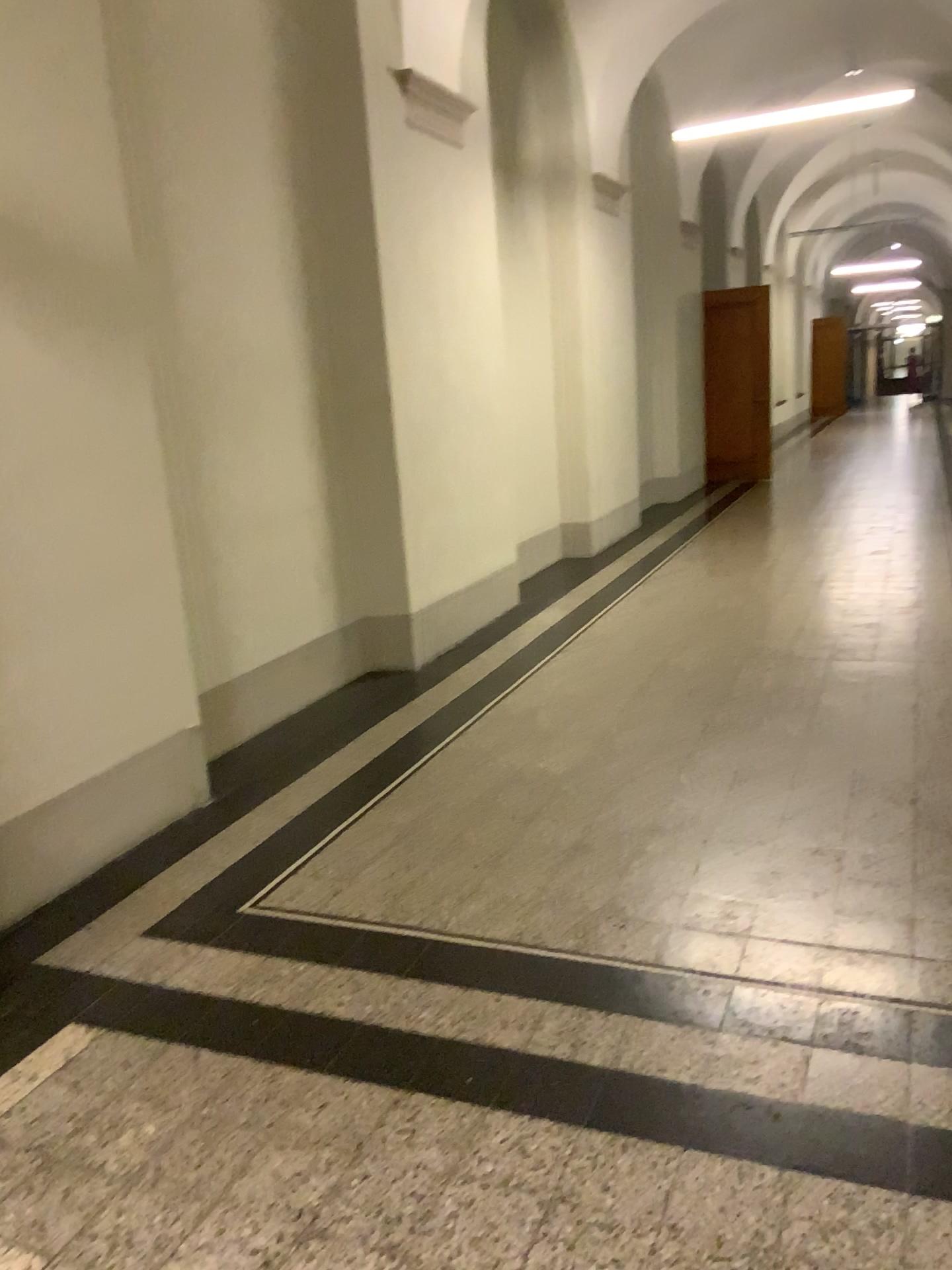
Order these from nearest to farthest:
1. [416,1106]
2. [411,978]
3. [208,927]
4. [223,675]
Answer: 1. [416,1106]
2. [411,978]
3. [208,927]
4. [223,675]
